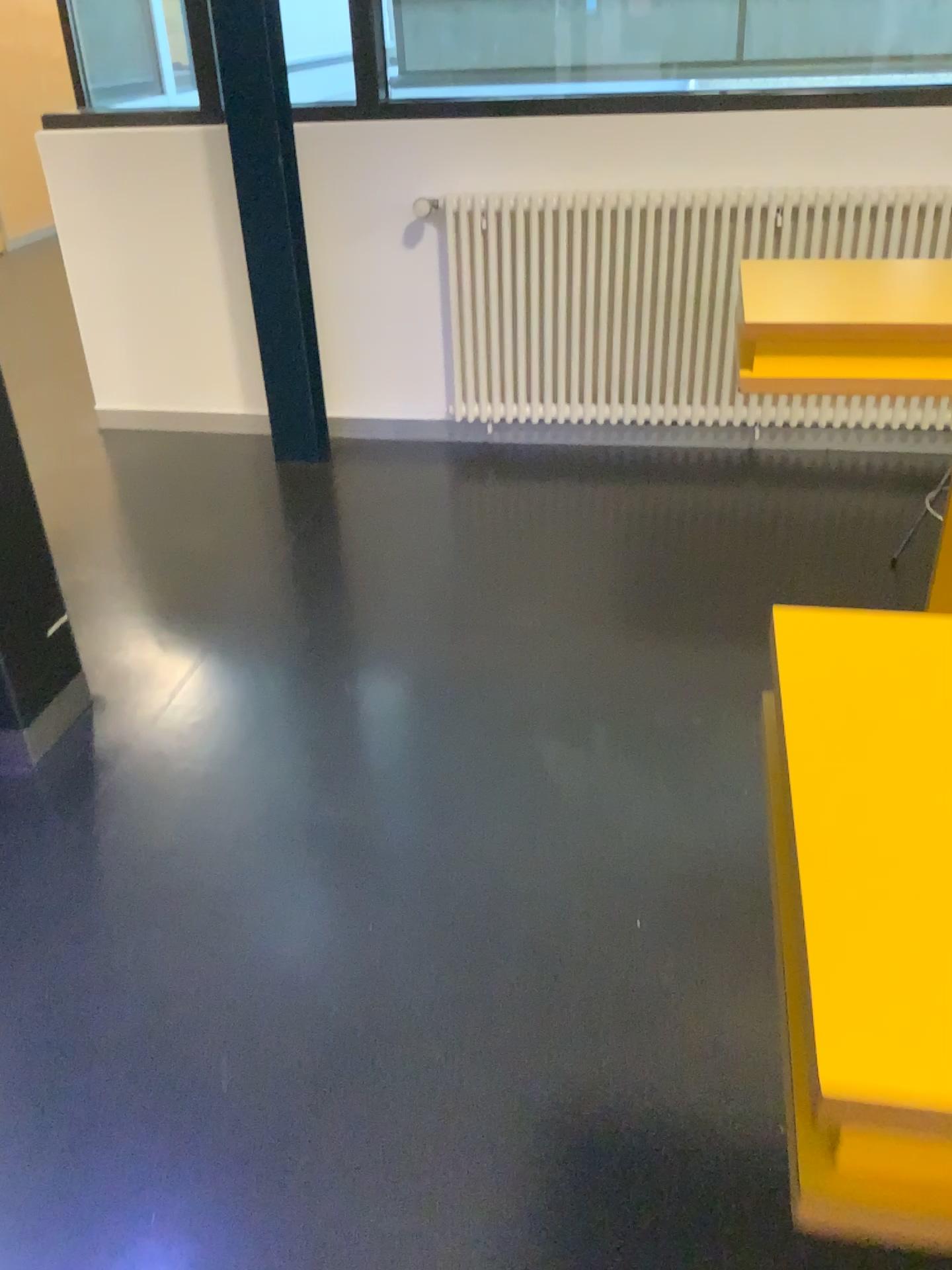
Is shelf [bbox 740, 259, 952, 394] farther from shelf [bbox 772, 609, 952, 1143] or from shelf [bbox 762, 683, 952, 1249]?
shelf [bbox 762, 683, 952, 1249]

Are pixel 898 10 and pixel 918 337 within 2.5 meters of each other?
yes

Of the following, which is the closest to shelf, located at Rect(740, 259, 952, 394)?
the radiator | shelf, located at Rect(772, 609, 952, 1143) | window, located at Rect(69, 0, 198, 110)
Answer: shelf, located at Rect(772, 609, 952, 1143)

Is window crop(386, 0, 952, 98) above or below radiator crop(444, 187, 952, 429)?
above

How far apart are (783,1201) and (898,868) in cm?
95

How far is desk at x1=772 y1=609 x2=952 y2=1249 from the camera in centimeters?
55cm

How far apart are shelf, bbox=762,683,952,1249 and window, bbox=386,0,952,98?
3.3 meters

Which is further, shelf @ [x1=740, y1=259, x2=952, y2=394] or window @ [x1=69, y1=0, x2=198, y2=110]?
window @ [x1=69, y1=0, x2=198, y2=110]

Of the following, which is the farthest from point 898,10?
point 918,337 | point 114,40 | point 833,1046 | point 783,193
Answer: point 833,1046

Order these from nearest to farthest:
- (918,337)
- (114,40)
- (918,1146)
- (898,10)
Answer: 1. (918,1146)
2. (918,337)
3. (898,10)
4. (114,40)
